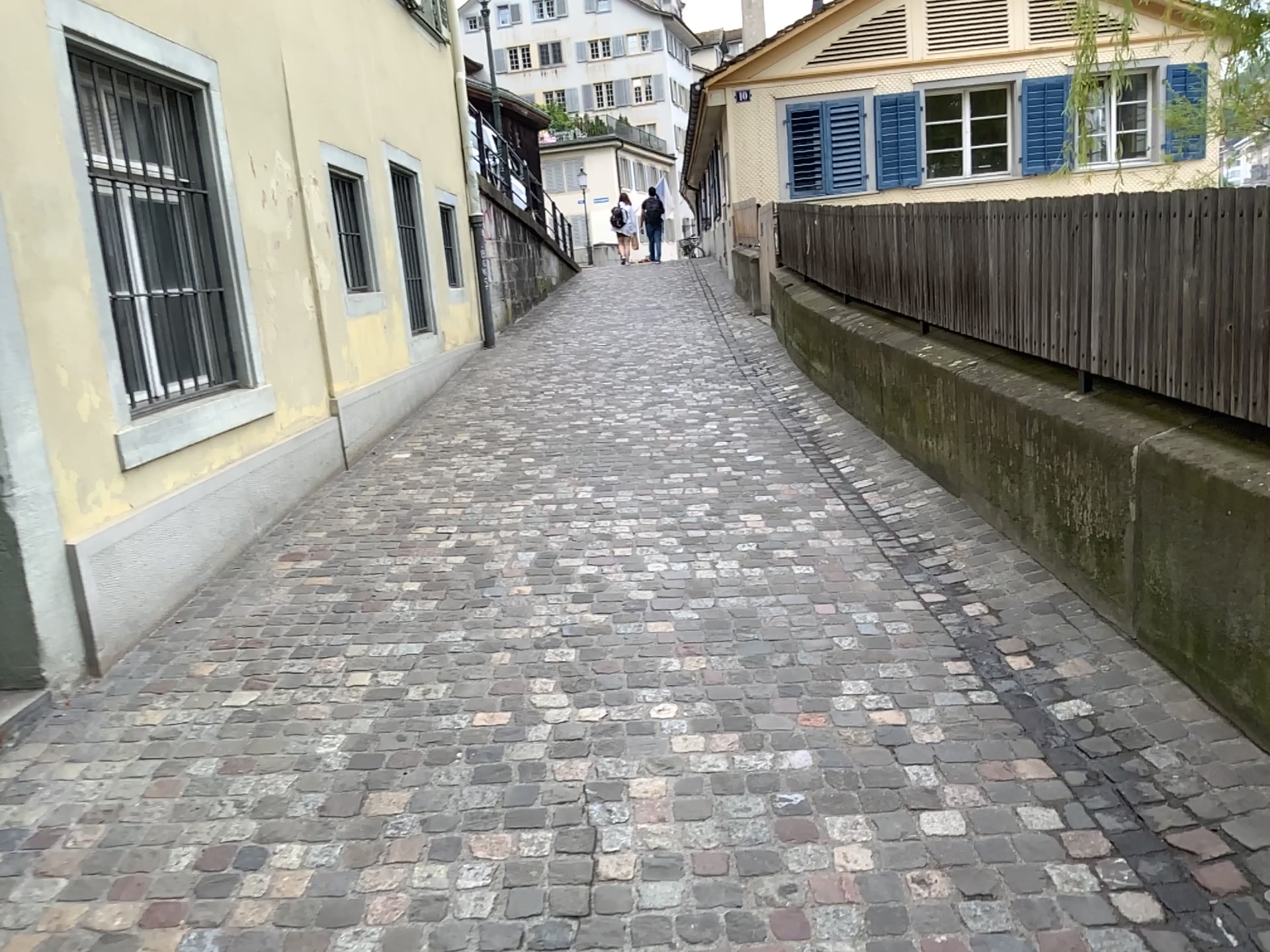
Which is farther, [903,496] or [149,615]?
[903,496]
